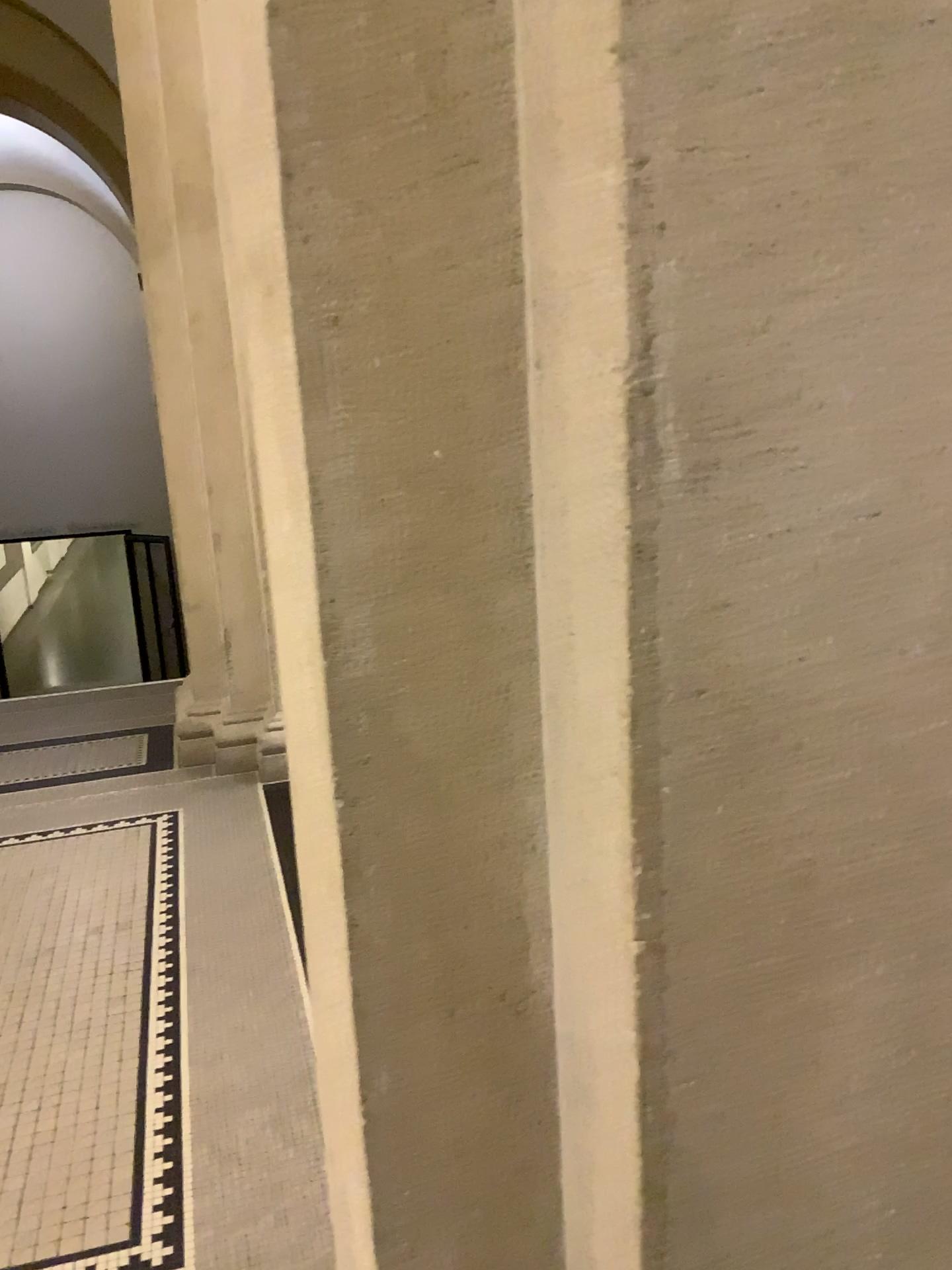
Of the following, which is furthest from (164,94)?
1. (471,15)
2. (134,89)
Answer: (471,15)

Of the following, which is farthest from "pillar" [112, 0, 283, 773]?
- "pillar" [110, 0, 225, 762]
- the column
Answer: the column

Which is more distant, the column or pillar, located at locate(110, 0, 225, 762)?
pillar, located at locate(110, 0, 225, 762)

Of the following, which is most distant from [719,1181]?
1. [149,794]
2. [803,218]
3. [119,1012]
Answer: [149,794]

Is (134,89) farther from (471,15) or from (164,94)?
(471,15)

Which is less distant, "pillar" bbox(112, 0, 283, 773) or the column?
the column

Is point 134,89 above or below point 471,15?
above

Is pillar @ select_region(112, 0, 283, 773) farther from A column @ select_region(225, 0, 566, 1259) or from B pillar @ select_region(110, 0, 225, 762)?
A column @ select_region(225, 0, 566, 1259)
